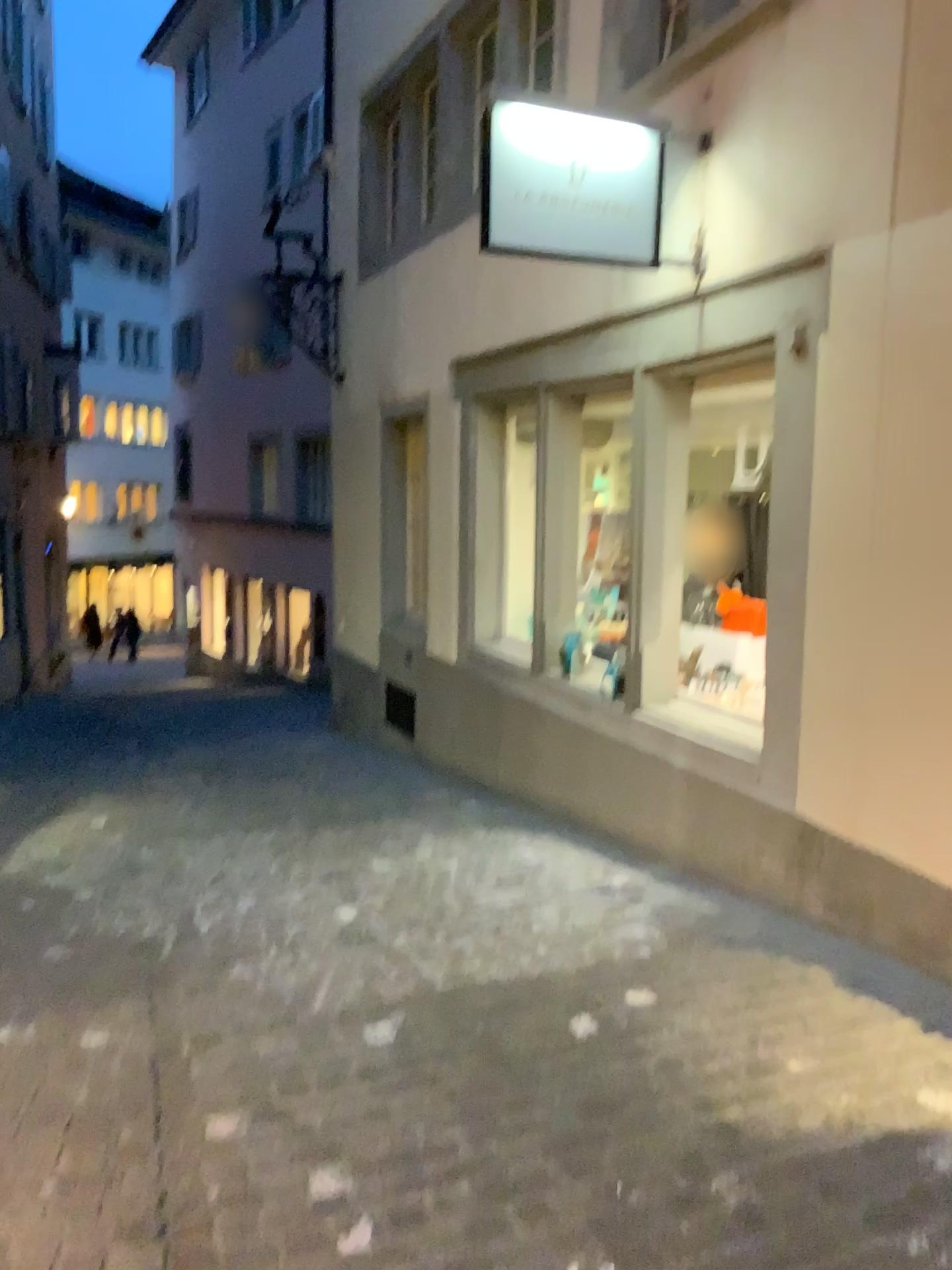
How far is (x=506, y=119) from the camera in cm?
415

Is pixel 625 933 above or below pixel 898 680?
below

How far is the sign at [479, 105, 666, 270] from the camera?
4.2m
